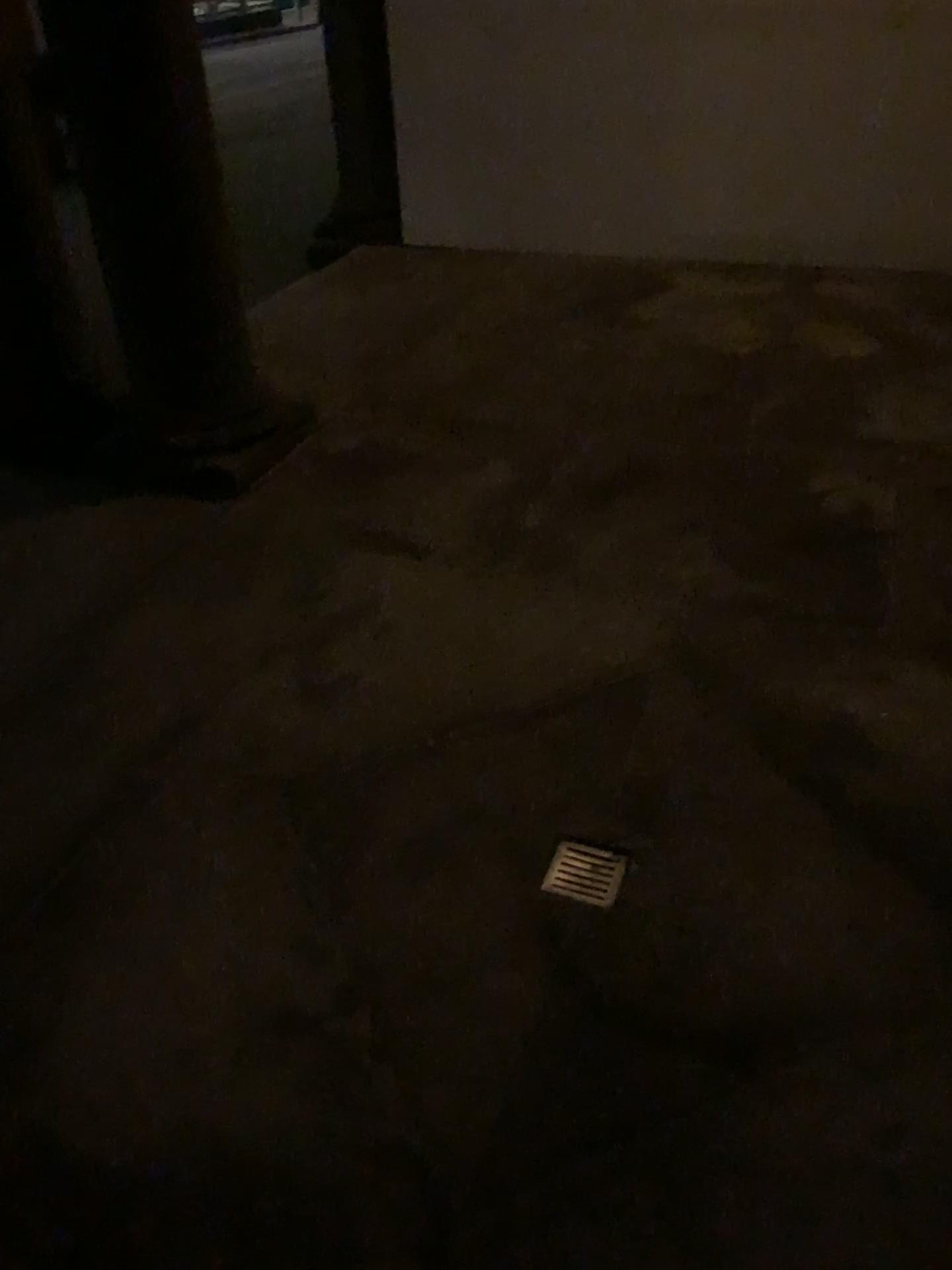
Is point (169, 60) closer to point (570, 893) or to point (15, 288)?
point (15, 288)

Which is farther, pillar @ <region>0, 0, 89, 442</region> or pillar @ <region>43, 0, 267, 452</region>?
pillar @ <region>0, 0, 89, 442</region>

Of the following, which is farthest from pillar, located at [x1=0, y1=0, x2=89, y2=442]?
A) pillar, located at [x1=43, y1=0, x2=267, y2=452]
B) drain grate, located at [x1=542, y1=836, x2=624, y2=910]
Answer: drain grate, located at [x1=542, y1=836, x2=624, y2=910]

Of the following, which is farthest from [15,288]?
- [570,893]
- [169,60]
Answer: [570,893]

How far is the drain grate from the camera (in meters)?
1.98

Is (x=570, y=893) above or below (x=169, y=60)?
below

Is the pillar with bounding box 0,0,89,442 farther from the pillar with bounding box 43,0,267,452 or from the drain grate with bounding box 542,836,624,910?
the drain grate with bounding box 542,836,624,910

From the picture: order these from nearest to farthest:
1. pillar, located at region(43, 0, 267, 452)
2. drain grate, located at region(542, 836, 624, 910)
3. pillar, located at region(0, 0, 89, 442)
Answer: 1. drain grate, located at region(542, 836, 624, 910)
2. pillar, located at region(43, 0, 267, 452)
3. pillar, located at region(0, 0, 89, 442)

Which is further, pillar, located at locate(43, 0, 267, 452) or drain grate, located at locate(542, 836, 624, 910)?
pillar, located at locate(43, 0, 267, 452)

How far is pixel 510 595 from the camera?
2.86m
